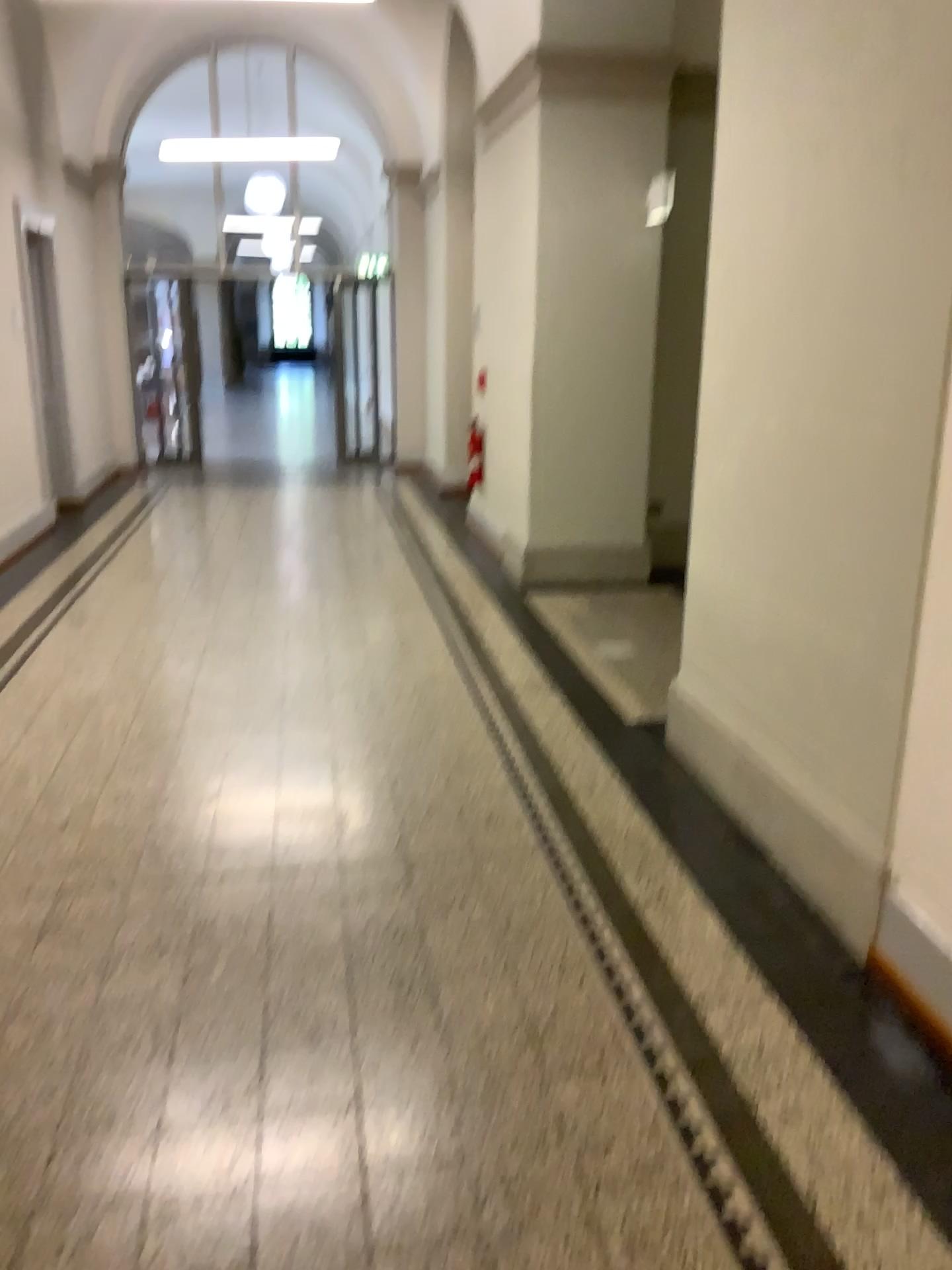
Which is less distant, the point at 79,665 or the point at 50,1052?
the point at 50,1052
